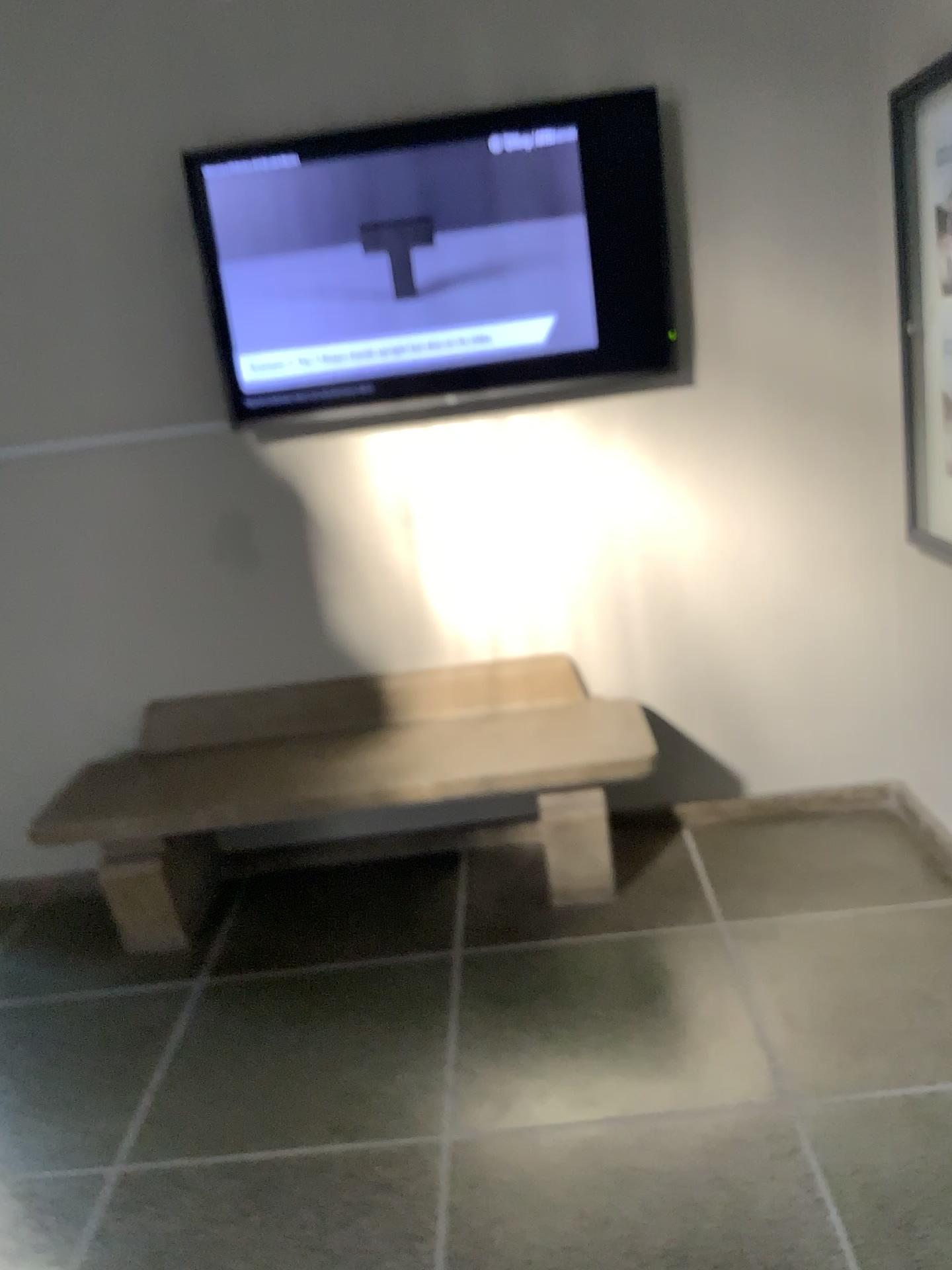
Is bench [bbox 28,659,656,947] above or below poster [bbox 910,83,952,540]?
below

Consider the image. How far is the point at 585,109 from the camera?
2.8 meters

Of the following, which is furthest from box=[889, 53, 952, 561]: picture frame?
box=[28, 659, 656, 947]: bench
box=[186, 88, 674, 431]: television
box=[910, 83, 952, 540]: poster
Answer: box=[28, 659, 656, 947]: bench

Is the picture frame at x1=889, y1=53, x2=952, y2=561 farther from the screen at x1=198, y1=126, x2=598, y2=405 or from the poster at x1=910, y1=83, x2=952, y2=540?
the screen at x1=198, y1=126, x2=598, y2=405

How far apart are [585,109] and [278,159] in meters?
0.8 m

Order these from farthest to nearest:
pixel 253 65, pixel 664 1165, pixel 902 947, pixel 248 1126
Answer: pixel 253 65 < pixel 902 947 < pixel 248 1126 < pixel 664 1165

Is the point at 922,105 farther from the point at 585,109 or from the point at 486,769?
the point at 486,769

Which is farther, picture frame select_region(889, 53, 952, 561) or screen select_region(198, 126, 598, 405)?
screen select_region(198, 126, 598, 405)

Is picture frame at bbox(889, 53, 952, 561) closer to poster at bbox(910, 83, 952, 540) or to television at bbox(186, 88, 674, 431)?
poster at bbox(910, 83, 952, 540)

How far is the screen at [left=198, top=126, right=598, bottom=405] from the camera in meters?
2.8 m
